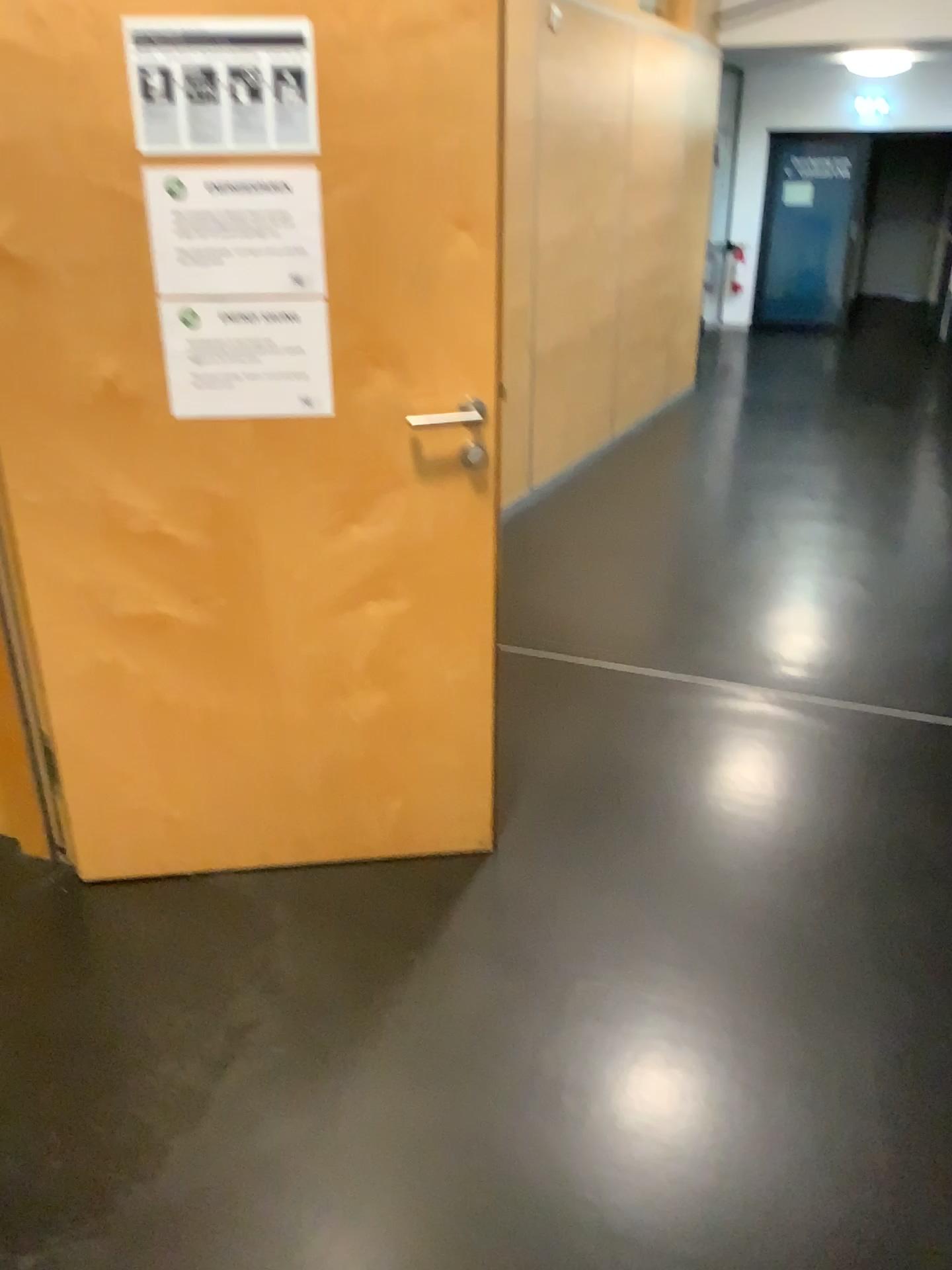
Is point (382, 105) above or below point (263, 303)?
above

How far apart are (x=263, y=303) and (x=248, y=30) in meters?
0.4 m

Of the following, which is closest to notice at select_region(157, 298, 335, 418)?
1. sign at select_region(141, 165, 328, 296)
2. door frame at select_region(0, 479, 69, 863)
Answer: sign at select_region(141, 165, 328, 296)

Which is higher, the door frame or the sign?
the sign

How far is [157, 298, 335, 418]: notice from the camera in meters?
1.9

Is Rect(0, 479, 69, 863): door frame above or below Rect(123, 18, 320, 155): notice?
below

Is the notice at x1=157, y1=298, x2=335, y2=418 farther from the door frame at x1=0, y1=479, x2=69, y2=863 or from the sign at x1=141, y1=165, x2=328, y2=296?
the door frame at x1=0, y1=479, x2=69, y2=863

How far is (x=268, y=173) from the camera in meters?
1.8 m

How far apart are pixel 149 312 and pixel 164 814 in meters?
1.1 m

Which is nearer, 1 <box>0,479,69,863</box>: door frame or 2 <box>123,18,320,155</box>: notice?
2 <box>123,18,320,155</box>: notice
